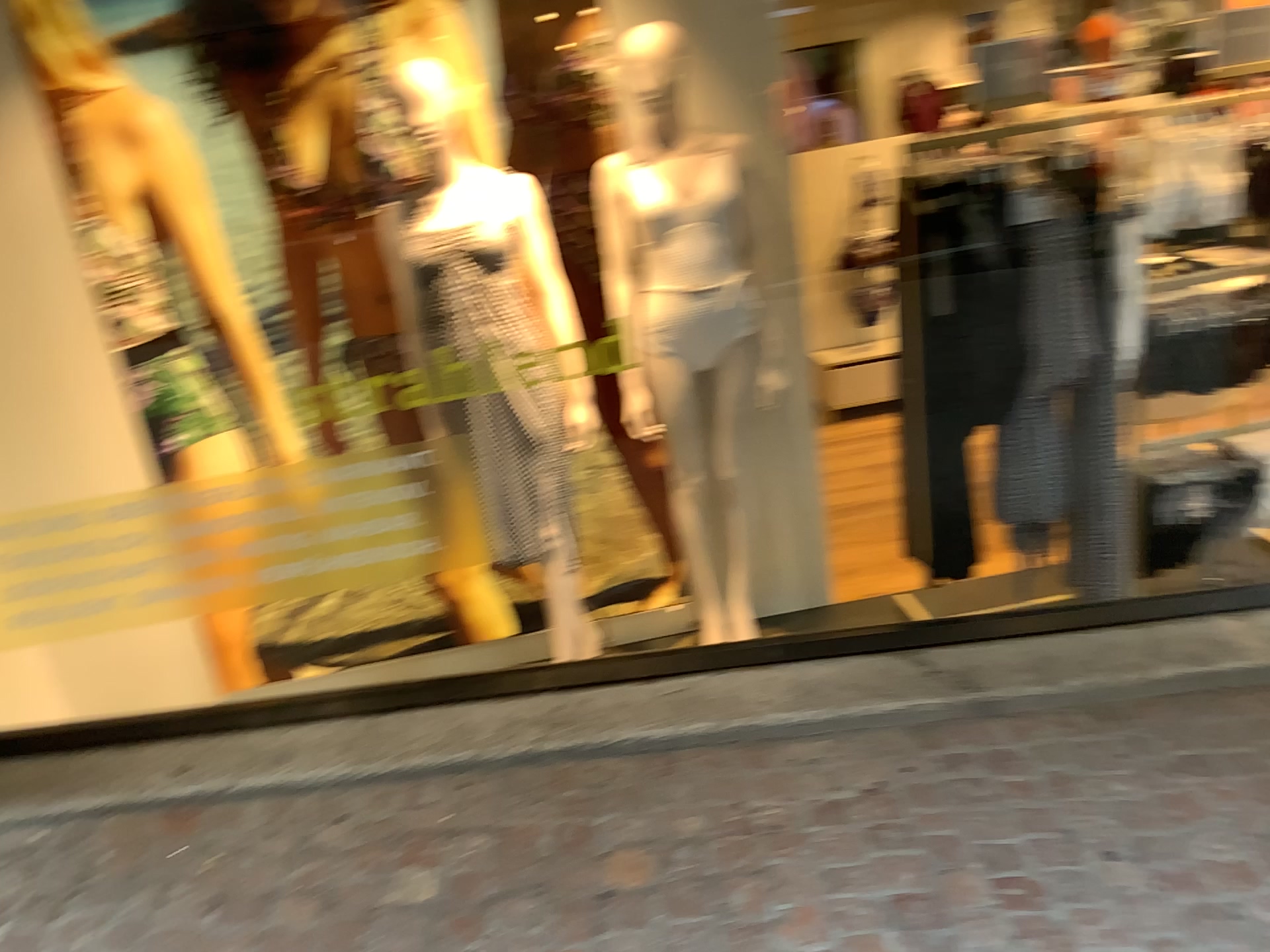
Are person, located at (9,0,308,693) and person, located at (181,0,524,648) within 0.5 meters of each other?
yes

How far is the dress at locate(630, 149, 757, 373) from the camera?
2.8m

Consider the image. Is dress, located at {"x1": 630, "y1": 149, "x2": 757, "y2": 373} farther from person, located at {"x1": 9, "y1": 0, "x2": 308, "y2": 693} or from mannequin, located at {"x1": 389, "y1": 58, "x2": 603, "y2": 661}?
person, located at {"x1": 9, "y1": 0, "x2": 308, "y2": 693}

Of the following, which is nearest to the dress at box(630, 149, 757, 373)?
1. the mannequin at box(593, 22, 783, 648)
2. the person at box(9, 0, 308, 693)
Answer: the mannequin at box(593, 22, 783, 648)

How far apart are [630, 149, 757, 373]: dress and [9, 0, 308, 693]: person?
1.0 meters

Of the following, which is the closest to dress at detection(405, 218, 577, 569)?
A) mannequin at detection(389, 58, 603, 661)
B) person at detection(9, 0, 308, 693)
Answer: mannequin at detection(389, 58, 603, 661)

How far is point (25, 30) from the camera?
2.7 meters

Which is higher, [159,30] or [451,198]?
[159,30]

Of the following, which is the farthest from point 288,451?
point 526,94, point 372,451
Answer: point 526,94

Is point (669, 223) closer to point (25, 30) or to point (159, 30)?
point (159, 30)
